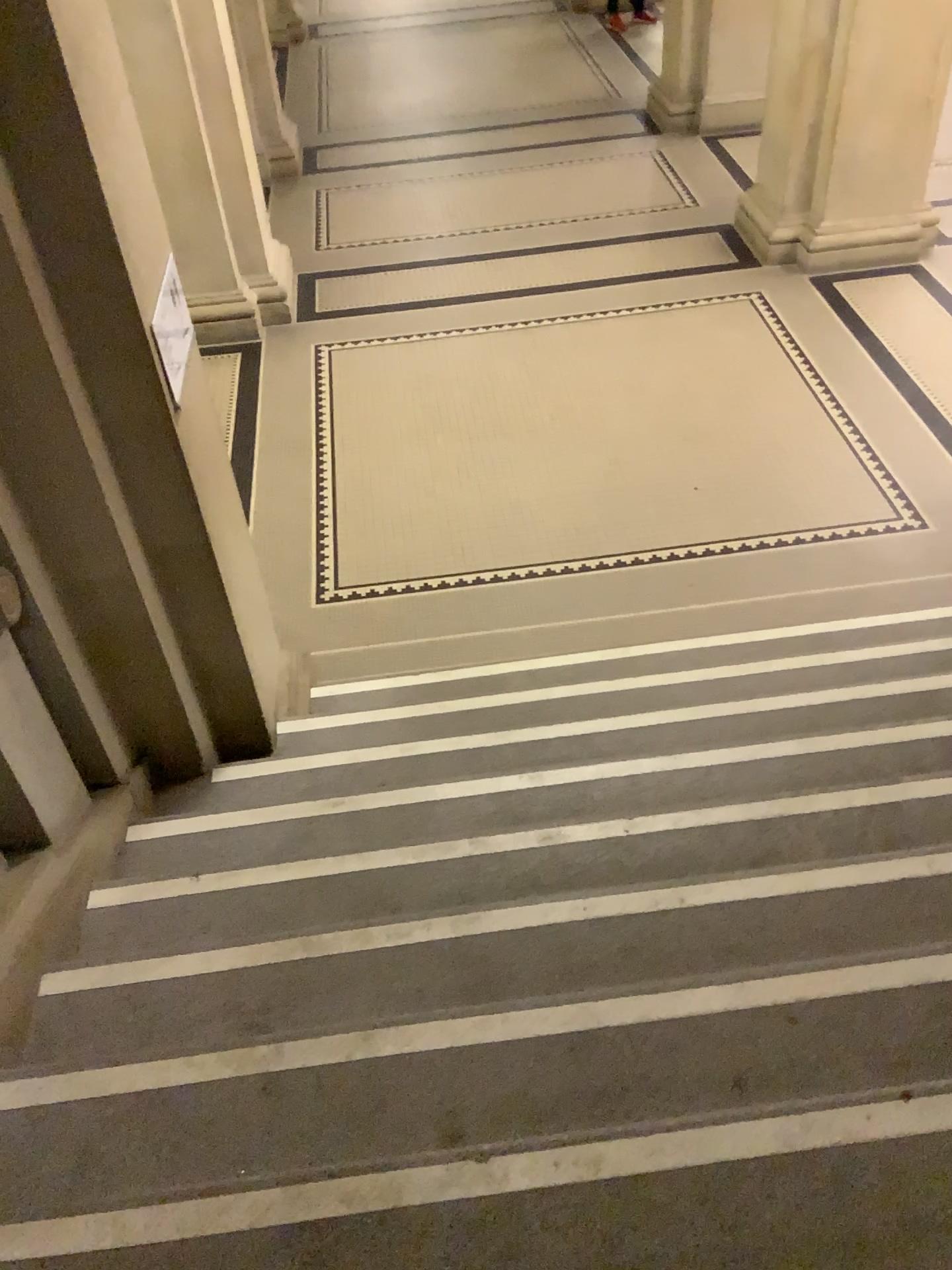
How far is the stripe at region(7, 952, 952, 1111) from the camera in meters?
1.9

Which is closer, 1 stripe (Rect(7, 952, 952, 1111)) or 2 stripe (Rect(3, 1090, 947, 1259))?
2 stripe (Rect(3, 1090, 947, 1259))

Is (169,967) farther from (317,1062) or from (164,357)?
(164,357)

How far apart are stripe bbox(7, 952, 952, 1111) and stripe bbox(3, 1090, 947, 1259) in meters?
0.3 m

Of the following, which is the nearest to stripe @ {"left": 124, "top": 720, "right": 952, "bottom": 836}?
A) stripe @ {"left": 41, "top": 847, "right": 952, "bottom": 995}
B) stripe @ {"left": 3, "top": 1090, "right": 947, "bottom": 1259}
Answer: stripe @ {"left": 41, "top": 847, "right": 952, "bottom": 995}

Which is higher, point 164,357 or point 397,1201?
point 164,357

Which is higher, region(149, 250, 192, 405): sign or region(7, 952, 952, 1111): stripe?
region(149, 250, 192, 405): sign

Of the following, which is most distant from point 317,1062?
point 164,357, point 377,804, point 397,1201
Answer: point 164,357

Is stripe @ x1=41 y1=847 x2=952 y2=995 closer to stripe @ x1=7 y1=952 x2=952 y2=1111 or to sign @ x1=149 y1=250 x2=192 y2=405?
stripe @ x1=7 y1=952 x2=952 y2=1111

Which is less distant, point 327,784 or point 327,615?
point 327,784
